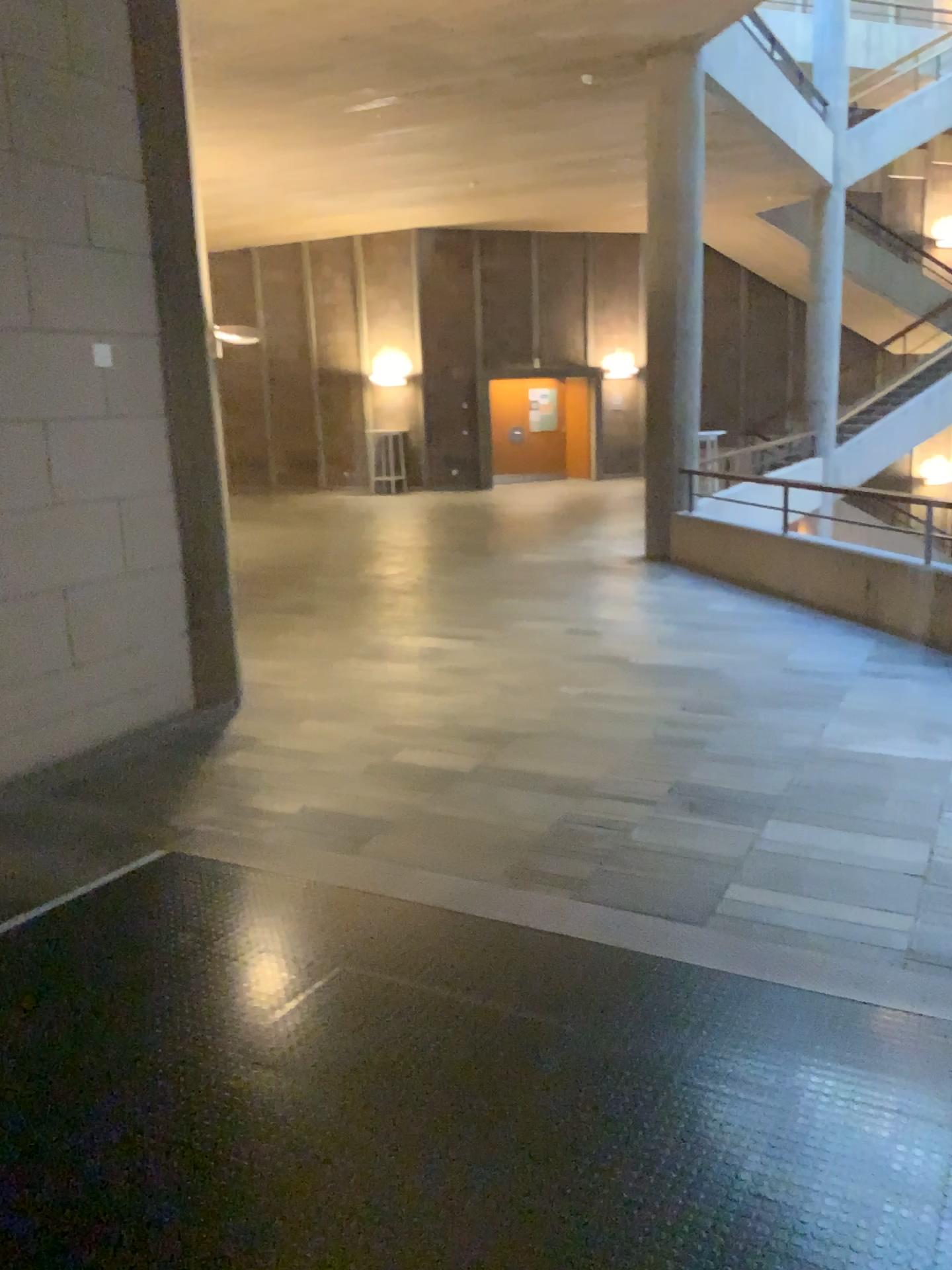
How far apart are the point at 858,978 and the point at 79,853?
2.81m
